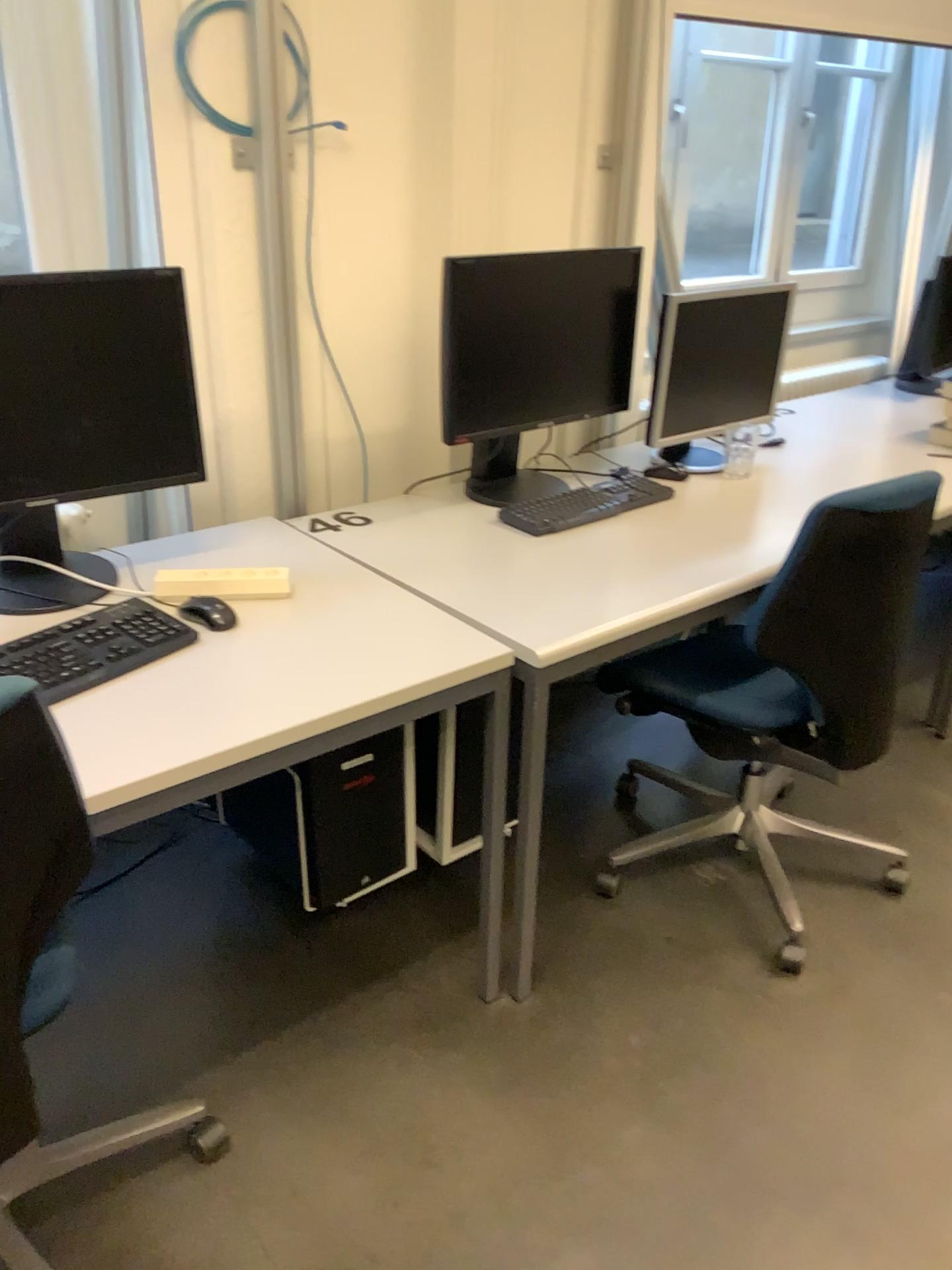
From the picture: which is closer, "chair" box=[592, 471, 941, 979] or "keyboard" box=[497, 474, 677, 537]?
"chair" box=[592, 471, 941, 979]

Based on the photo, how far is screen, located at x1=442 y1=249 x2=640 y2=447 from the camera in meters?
2.1 m

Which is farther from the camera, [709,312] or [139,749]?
[709,312]

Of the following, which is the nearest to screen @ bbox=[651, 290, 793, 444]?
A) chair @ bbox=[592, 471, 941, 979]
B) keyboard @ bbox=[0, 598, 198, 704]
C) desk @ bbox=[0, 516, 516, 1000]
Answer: chair @ bbox=[592, 471, 941, 979]

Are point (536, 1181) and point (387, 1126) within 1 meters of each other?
yes

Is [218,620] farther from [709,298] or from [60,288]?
[709,298]

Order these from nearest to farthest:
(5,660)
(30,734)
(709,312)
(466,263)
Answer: (30,734), (5,660), (466,263), (709,312)

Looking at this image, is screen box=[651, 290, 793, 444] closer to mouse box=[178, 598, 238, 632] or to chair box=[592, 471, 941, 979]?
chair box=[592, 471, 941, 979]

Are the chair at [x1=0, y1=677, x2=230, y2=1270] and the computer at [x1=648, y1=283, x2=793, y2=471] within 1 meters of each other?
no

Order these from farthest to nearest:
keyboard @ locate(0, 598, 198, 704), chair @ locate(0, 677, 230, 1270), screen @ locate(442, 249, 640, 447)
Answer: screen @ locate(442, 249, 640, 447) < keyboard @ locate(0, 598, 198, 704) < chair @ locate(0, 677, 230, 1270)
